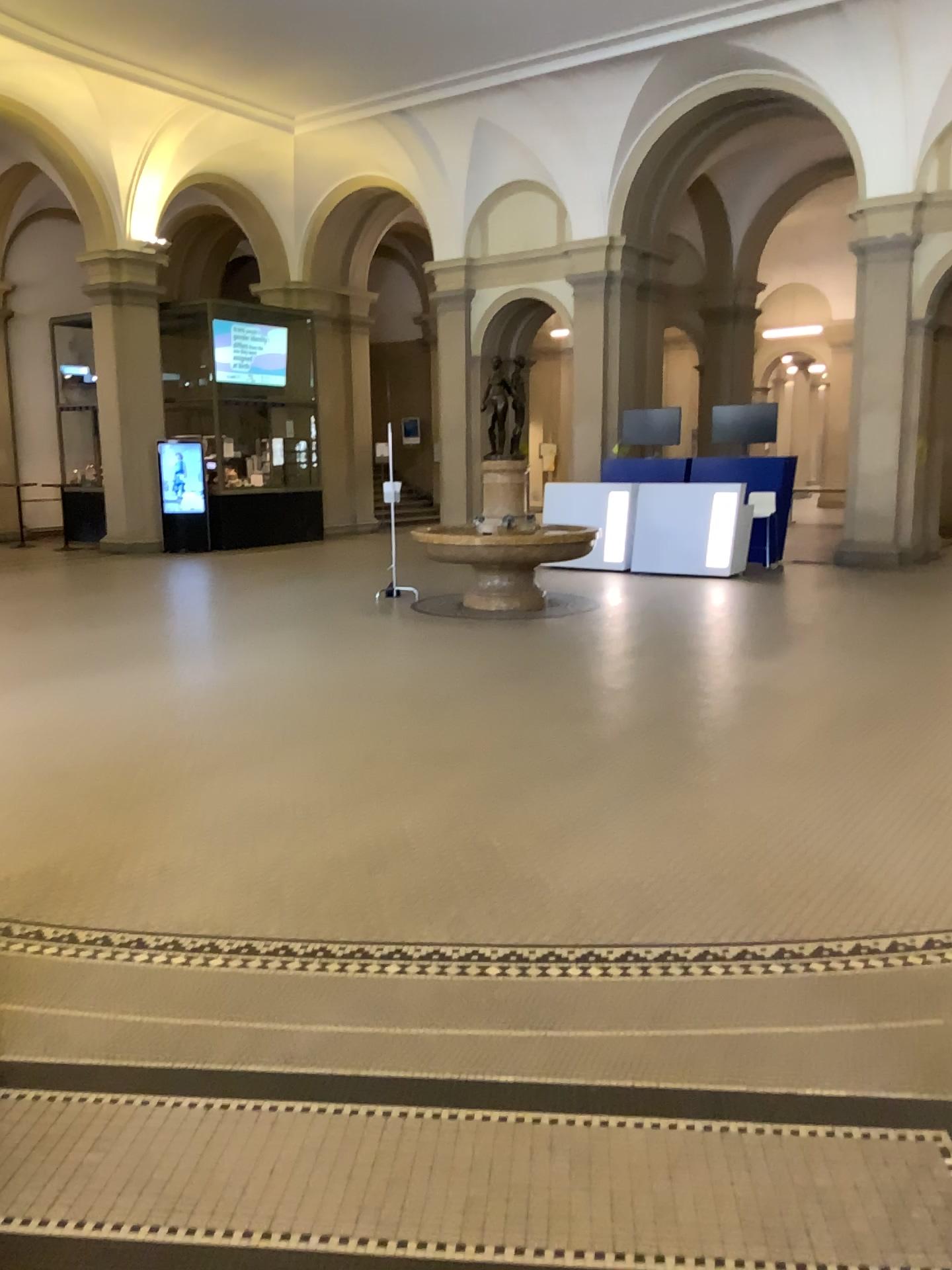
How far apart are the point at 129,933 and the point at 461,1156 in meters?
1.6
